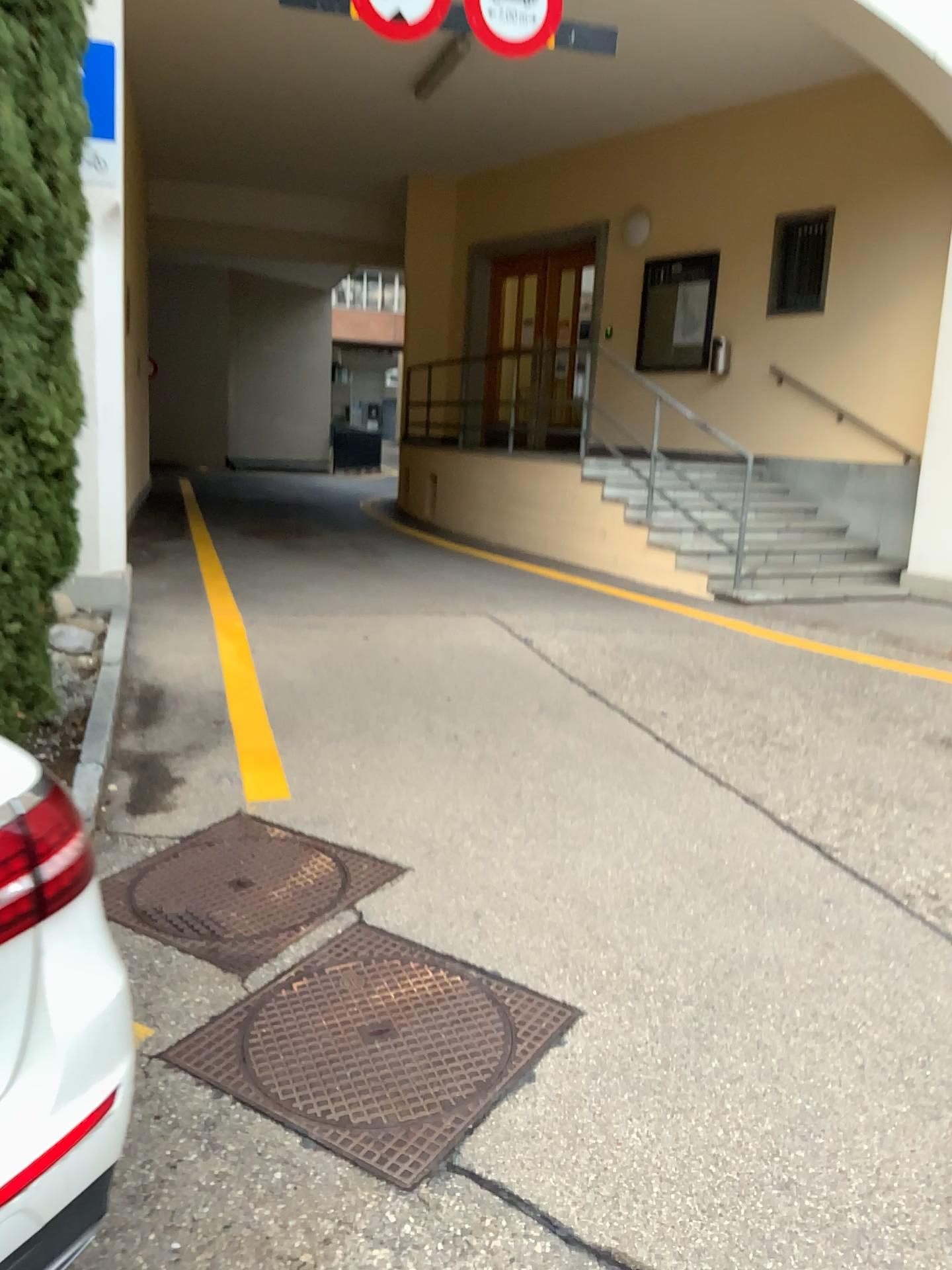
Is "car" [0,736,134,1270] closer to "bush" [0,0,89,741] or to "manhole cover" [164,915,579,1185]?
"manhole cover" [164,915,579,1185]

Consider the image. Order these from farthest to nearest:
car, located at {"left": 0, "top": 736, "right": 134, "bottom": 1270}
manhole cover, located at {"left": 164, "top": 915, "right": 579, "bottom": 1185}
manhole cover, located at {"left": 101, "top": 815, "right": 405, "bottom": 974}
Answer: manhole cover, located at {"left": 101, "top": 815, "right": 405, "bottom": 974}
manhole cover, located at {"left": 164, "top": 915, "right": 579, "bottom": 1185}
car, located at {"left": 0, "top": 736, "right": 134, "bottom": 1270}

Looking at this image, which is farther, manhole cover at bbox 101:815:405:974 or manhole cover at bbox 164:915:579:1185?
manhole cover at bbox 101:815:405:974

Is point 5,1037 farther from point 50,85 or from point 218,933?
point 50,85

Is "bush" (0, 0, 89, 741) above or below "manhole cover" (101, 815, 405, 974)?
above

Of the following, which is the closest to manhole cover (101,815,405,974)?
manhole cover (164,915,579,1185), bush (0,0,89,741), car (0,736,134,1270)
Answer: manhole cover (164,915,579,1185)

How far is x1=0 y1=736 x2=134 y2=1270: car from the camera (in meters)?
1.28

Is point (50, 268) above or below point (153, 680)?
above

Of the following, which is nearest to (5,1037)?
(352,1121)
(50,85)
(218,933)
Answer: (352,1121)

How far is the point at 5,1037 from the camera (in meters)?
1.28
